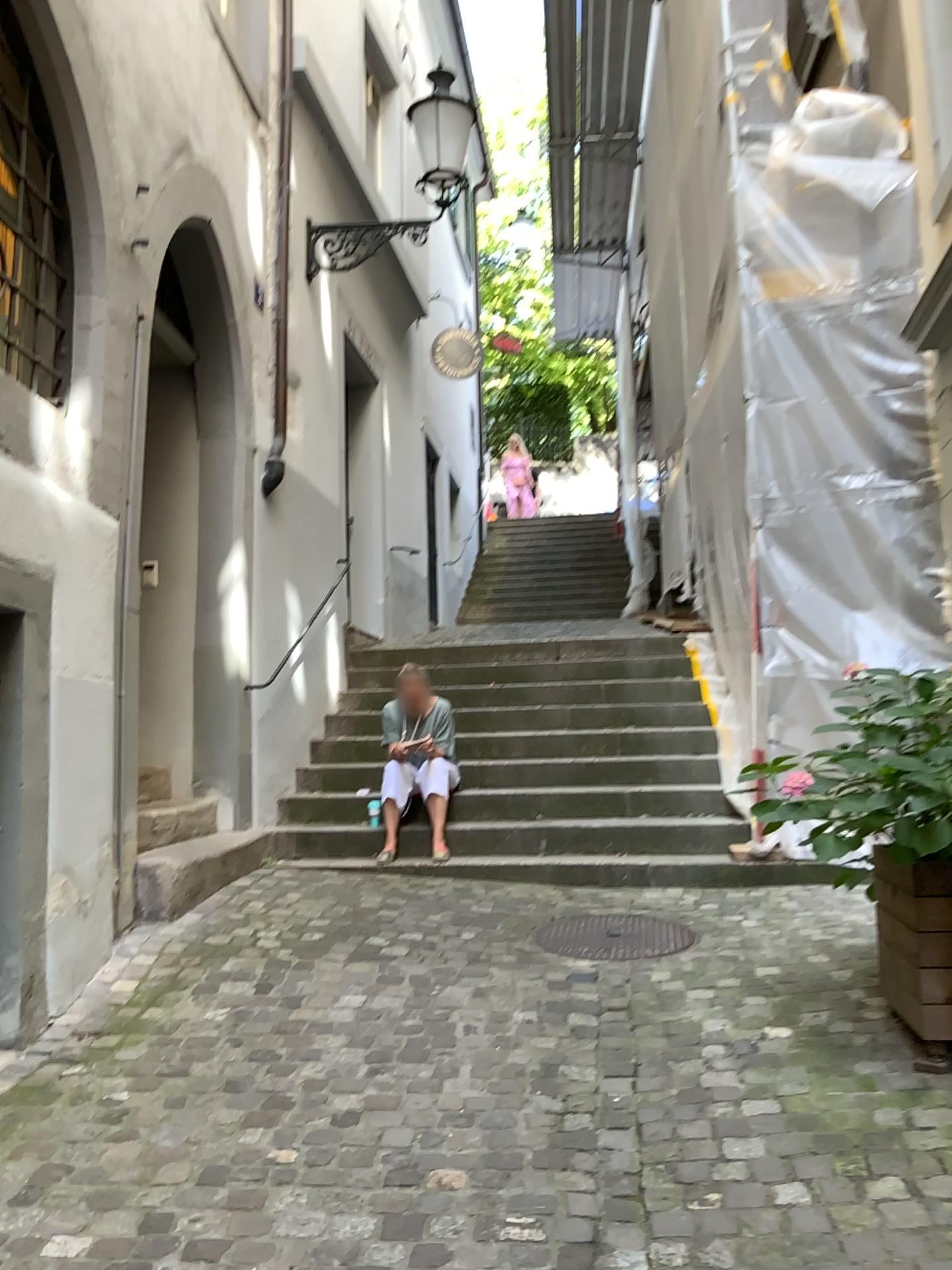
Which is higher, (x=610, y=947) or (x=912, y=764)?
(x=912, y=764)

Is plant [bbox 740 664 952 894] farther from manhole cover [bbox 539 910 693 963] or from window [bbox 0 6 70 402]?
window [bbox 0 6 70 402]

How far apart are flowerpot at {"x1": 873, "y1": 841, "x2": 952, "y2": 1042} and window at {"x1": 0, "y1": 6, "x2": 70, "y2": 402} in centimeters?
333cm

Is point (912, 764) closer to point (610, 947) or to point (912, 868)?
point (912, 868)

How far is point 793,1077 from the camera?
2.90m

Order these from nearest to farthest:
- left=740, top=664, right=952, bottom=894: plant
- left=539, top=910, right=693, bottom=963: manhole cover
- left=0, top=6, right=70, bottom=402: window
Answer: left=740, top=664, right=952, bottom=894: plant
left=0, top=6, right=70, bottom=402: window
left=539, top=910, right=693, bottom=963: manhole cover

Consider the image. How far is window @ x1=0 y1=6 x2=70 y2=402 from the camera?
3.95m

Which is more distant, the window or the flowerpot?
the window

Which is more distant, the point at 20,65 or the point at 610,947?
the point at 610,947

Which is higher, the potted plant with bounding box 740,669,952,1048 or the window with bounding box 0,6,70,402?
the window with bounding box 0,6,70,402
